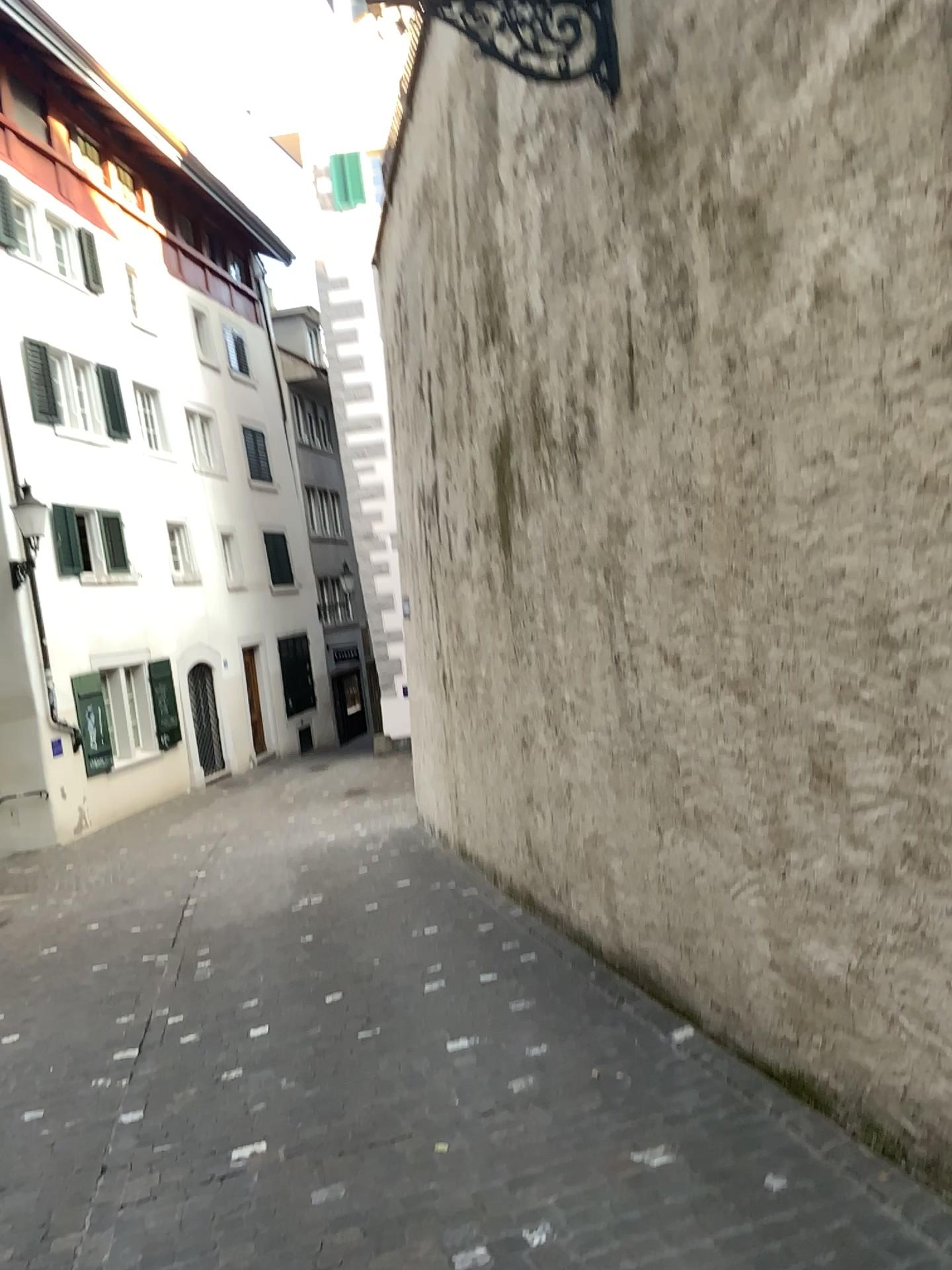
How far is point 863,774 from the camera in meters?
2.5
